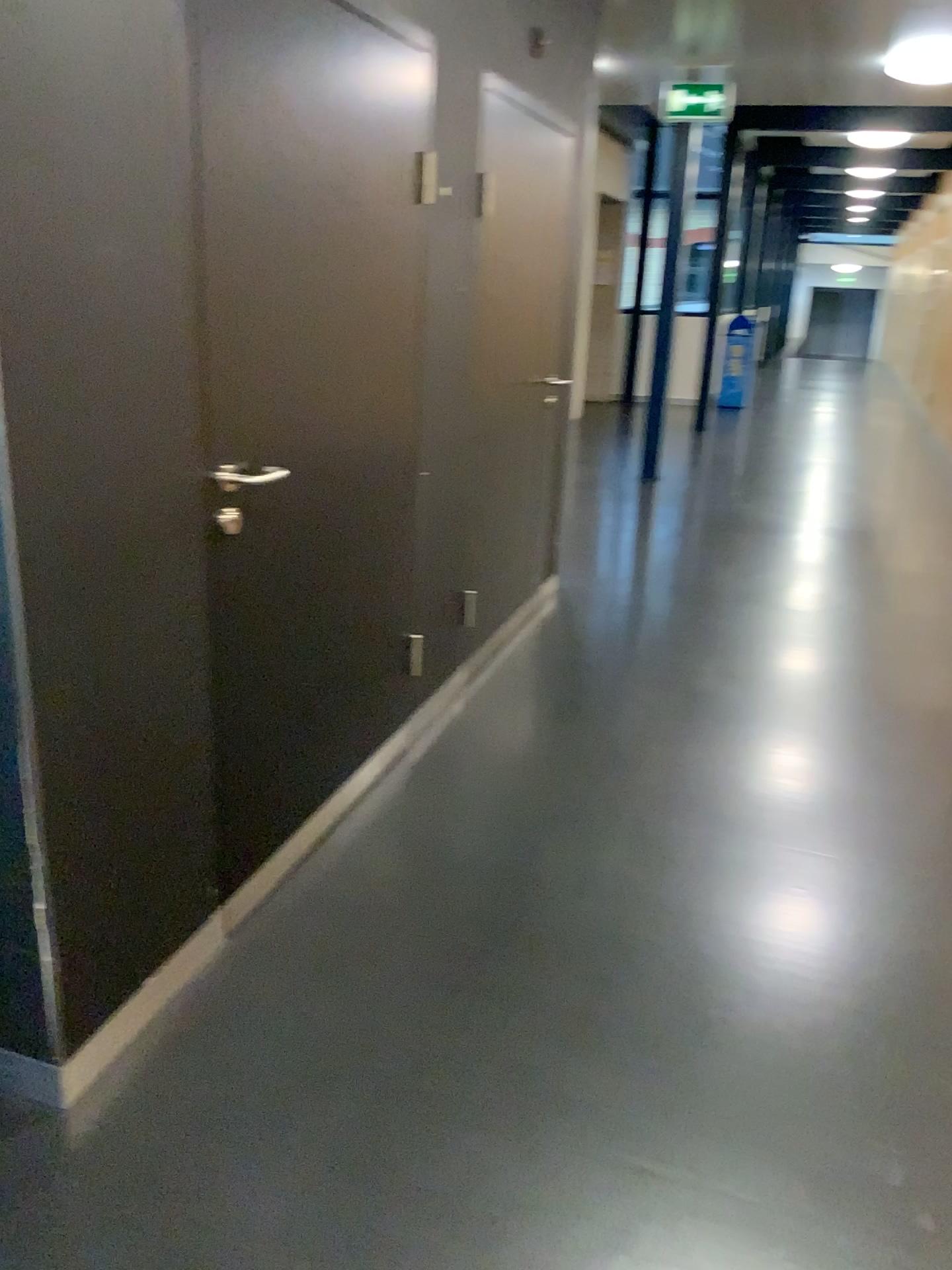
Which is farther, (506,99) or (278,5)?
(506,99)

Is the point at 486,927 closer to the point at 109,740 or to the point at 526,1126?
the point at 526,1126

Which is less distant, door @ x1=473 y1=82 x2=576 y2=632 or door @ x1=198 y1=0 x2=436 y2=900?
door @ x1=198 y1=0 x2=436 y2=900
